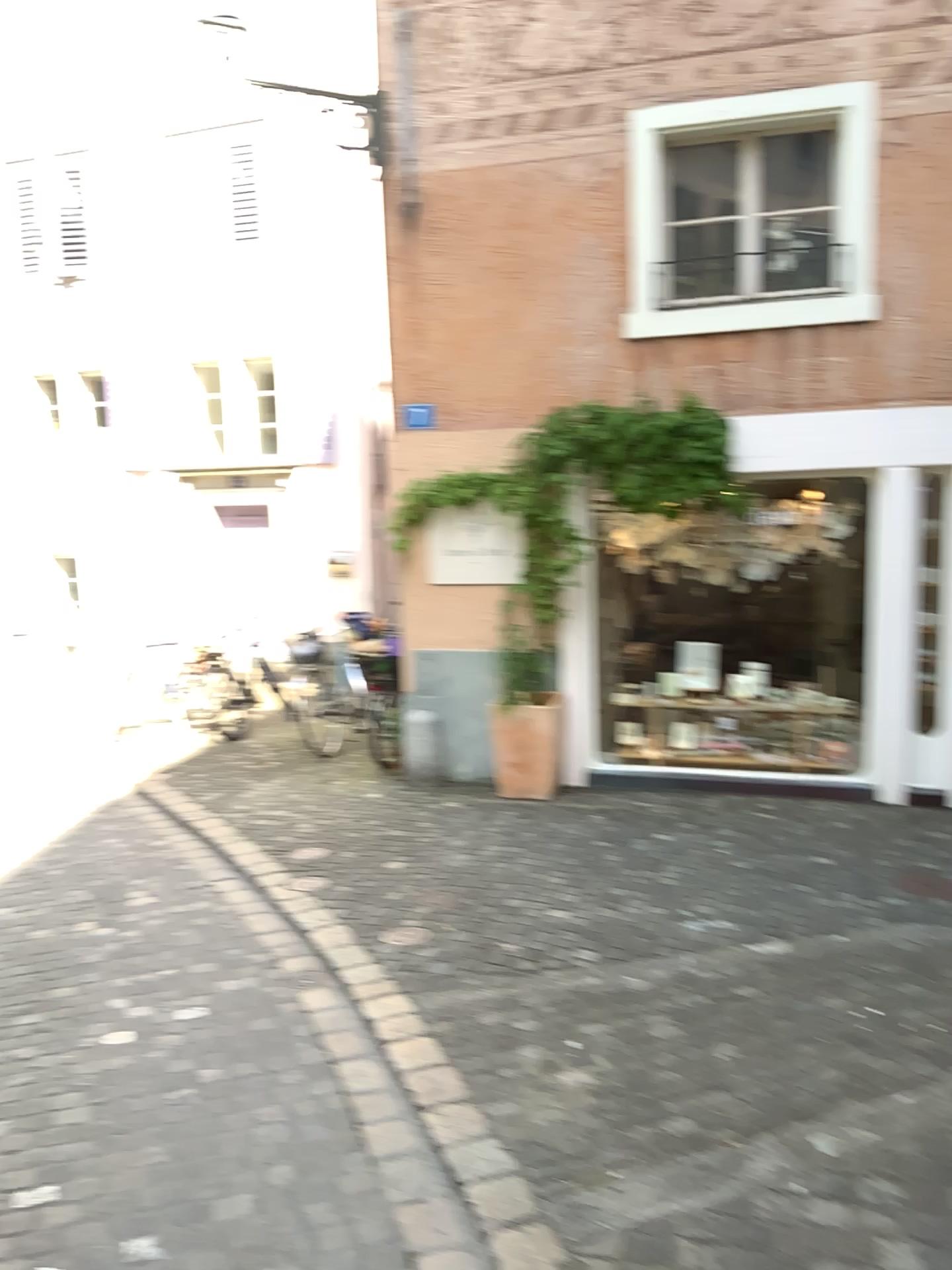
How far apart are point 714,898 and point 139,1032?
2.6m
